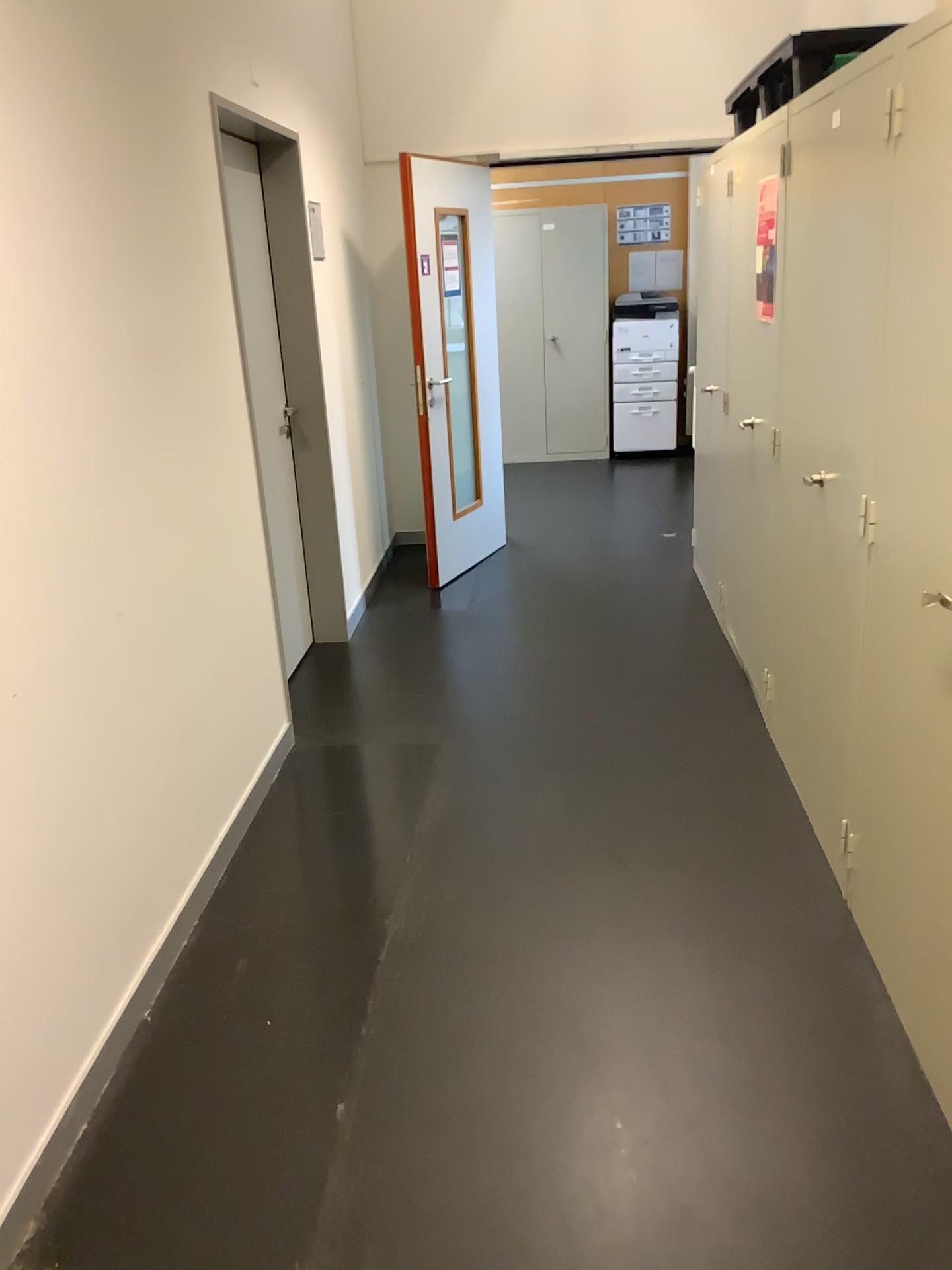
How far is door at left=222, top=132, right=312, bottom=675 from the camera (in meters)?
3.79

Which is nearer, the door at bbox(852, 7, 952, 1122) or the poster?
the door at bbox(852, 7, 952, 1122)

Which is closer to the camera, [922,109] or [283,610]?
[922,109]

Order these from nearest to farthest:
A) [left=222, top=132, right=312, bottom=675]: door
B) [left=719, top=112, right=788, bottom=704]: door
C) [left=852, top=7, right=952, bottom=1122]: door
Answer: [left=852, top=7, right=952, bottom=1122]: door < [left=719, top=112, right=788, bottom=704]: door < [left=222, top=132, right=312, bottom=675]: door

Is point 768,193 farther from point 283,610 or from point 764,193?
point 283,610

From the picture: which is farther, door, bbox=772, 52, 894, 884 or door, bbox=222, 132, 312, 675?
door, bbox=222, 132, 312, 675

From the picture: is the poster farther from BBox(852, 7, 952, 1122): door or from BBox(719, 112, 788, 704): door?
BBox(852, 7, 952, 1122): door

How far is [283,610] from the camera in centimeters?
379cm

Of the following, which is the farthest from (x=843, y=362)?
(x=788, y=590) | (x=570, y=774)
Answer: (x=570, y=774)

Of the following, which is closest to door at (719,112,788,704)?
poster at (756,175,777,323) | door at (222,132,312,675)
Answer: poster at (756,175,777,323)
